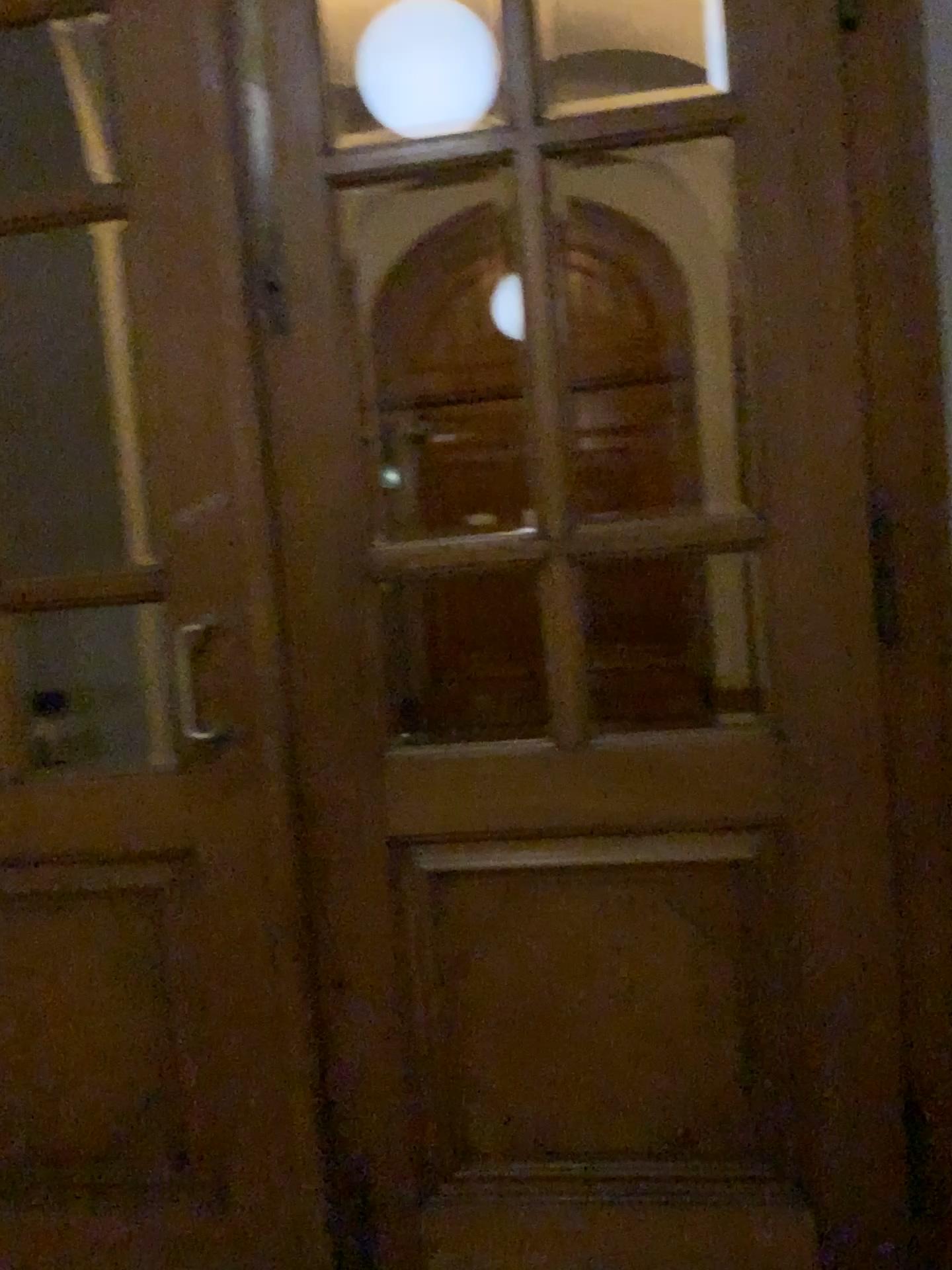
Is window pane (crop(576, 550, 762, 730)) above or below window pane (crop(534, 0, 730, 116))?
below

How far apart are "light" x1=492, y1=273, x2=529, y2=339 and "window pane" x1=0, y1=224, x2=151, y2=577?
0.7m

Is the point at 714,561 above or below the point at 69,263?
below

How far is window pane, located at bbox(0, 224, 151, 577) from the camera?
2.0m

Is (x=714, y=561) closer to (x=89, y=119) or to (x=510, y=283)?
(x=510, y=283)

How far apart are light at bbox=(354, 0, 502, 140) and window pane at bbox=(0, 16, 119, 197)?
0.47m

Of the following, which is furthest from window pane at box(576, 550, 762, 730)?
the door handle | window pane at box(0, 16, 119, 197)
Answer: window pane at box(0, 16, 119, 197)

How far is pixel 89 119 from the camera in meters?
1.9

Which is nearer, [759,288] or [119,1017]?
[759,288]

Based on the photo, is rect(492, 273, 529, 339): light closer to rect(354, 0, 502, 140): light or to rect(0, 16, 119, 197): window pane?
rect(354, 0, 502, 140): light
